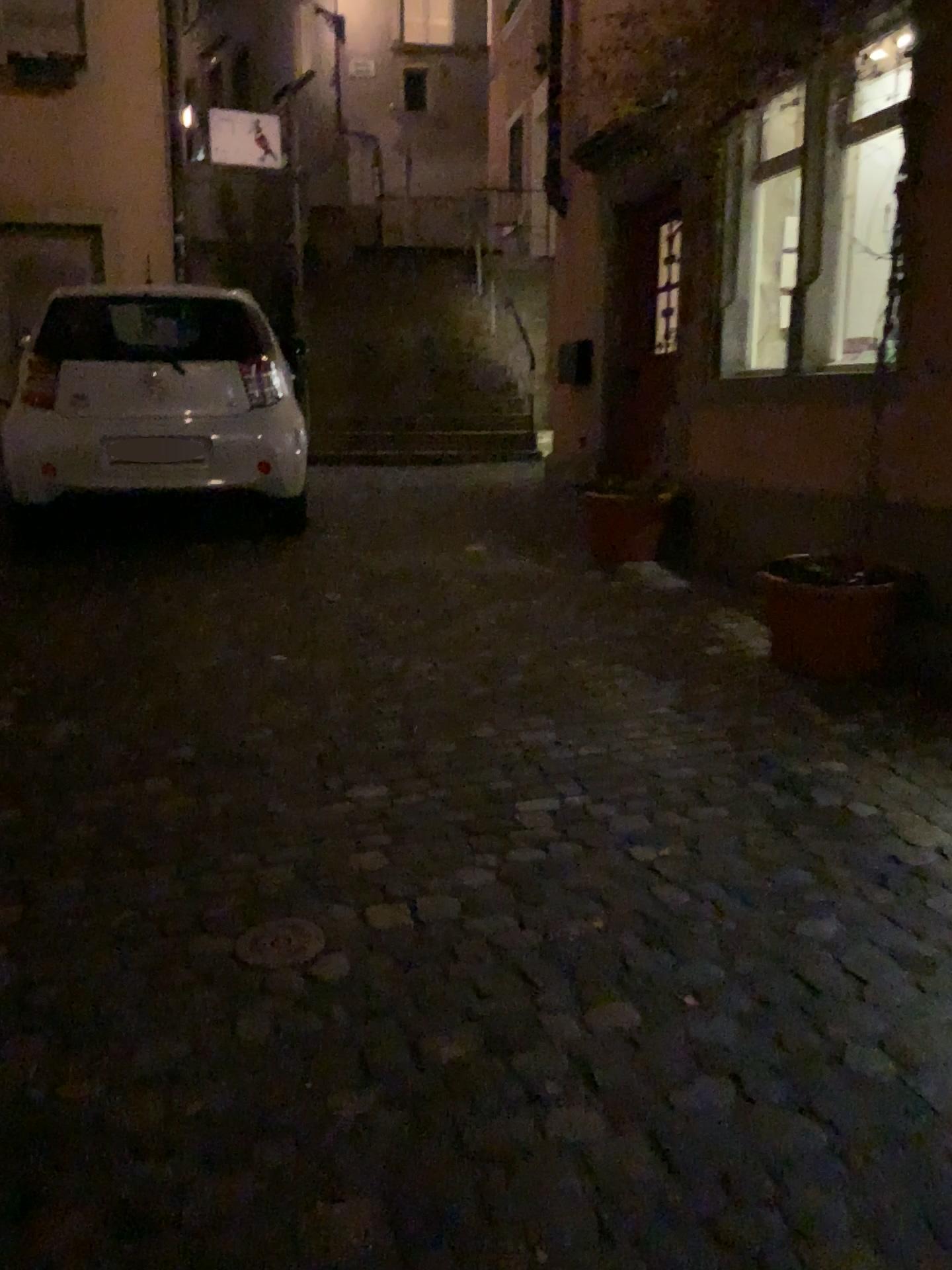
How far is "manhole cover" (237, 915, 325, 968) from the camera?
2.2m

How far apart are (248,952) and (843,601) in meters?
2.5

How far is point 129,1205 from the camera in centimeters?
159cm

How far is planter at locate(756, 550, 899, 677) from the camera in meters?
3.8

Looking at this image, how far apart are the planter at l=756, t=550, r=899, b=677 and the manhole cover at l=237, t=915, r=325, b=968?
2.23m

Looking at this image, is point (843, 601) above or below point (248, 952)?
above

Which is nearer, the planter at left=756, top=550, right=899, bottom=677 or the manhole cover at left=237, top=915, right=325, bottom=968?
the manhole cover at left=237, top=915, right=325, bottom=968

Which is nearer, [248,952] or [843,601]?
[248,952]
